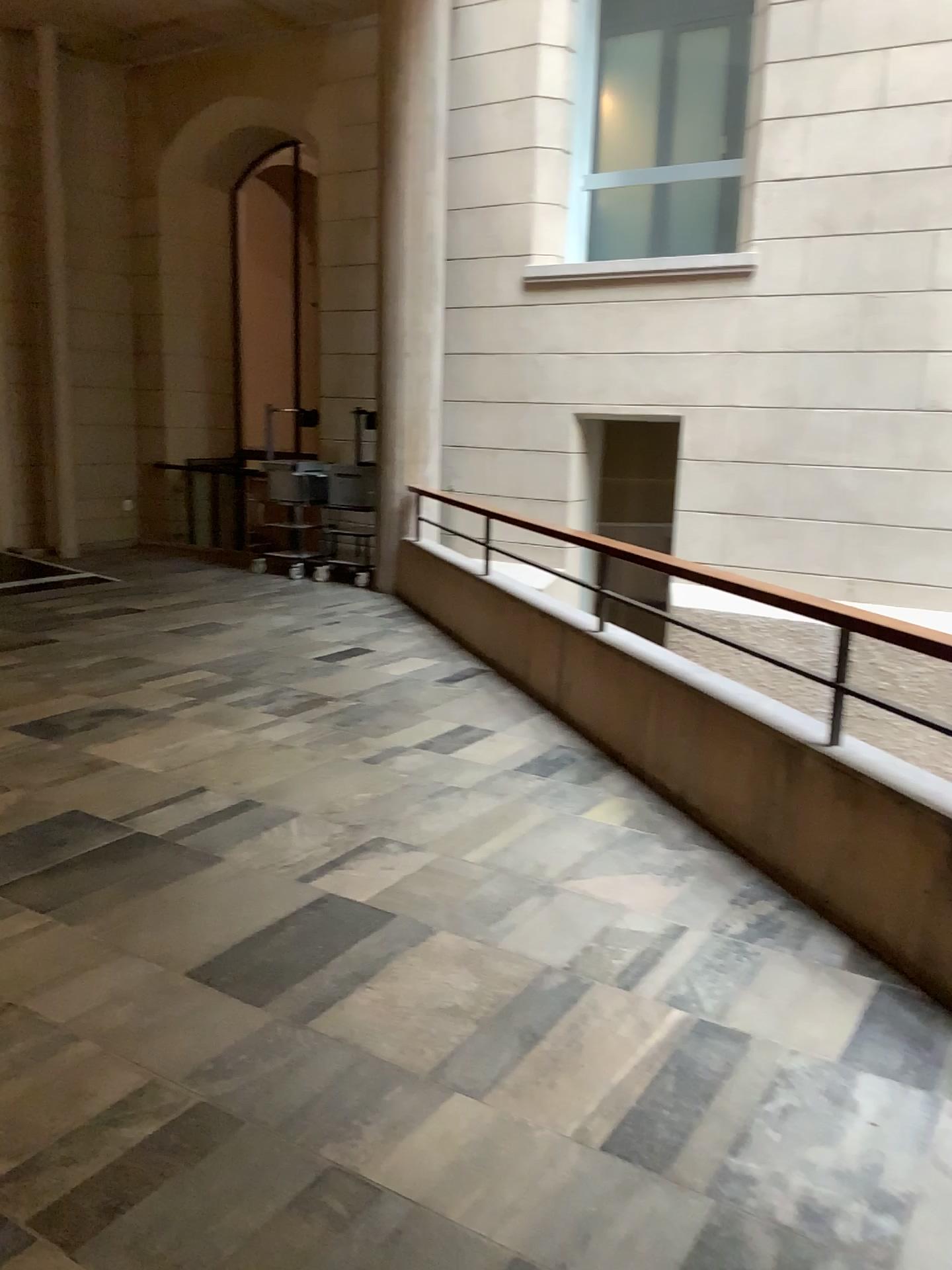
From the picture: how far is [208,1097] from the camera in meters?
2.3 m
